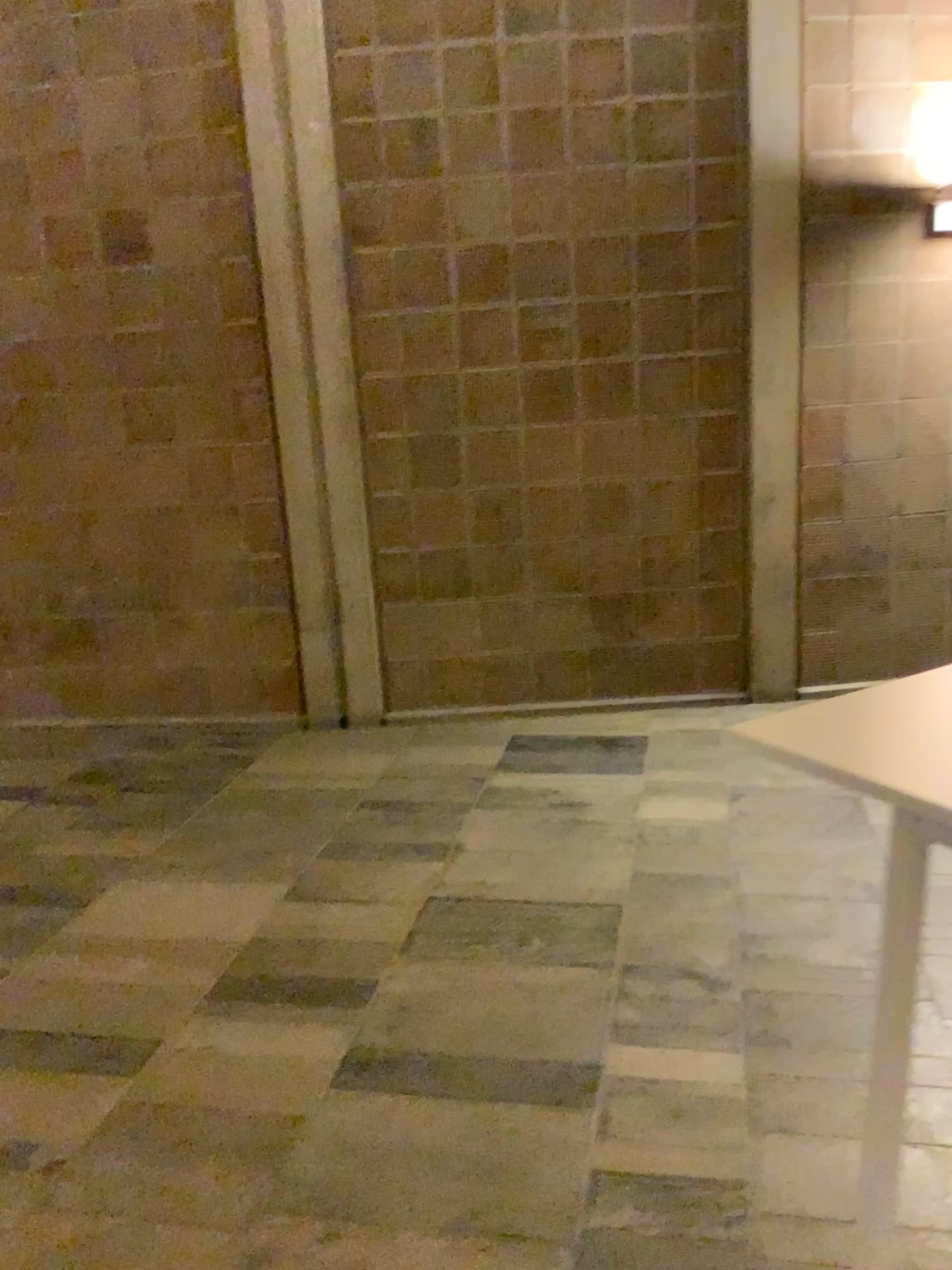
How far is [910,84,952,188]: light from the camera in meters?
4.4 m

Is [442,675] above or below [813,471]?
below

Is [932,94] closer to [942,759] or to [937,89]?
[937,89]

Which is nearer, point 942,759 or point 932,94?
point 942,759

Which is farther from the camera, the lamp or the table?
the lamp

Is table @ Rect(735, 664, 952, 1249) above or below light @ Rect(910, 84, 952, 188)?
below

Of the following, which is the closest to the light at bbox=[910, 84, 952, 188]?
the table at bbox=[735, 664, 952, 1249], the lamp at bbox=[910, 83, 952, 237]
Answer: the lamp at bbox=[910, 83, 952, 237]

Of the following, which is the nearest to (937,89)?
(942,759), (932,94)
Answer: (932,94)

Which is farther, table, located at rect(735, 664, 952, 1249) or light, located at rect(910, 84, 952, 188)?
Answer: light, located at rect(910, 84, 952, 188)

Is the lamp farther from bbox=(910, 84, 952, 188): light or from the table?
the table
